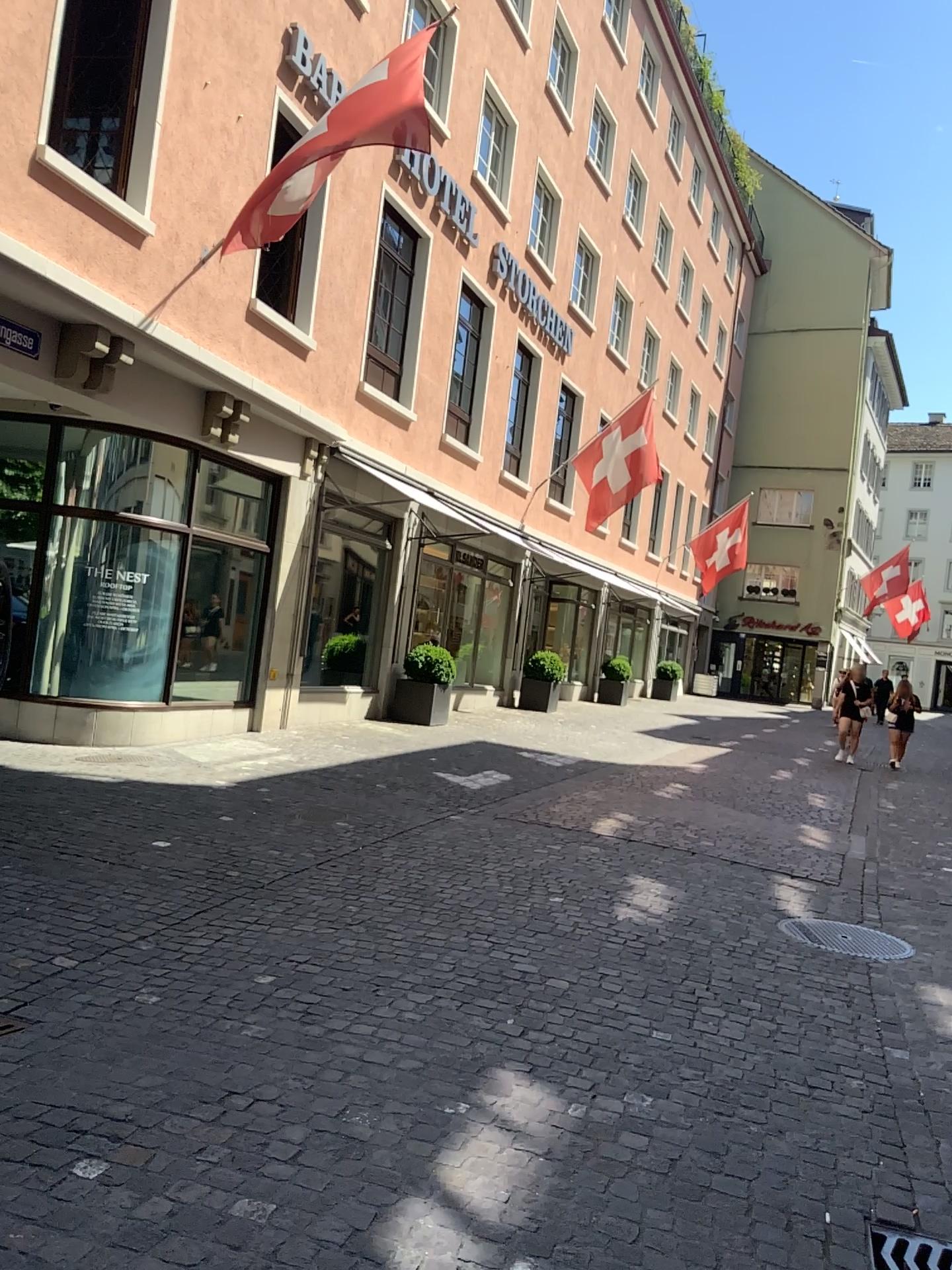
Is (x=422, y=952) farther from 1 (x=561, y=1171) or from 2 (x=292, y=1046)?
1 (x=561, y=1171)
